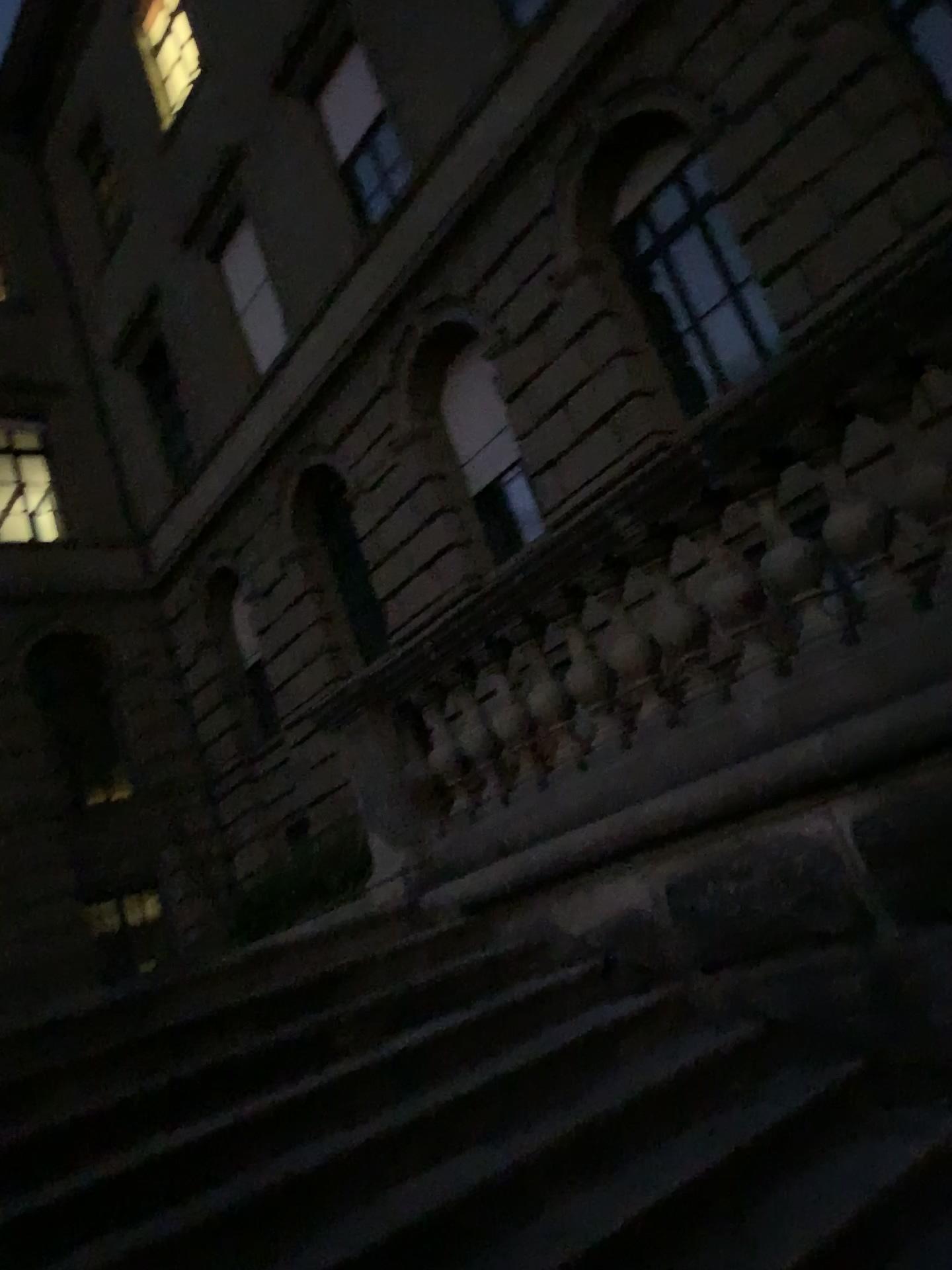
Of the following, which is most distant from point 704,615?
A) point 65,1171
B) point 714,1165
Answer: point 65,1171
